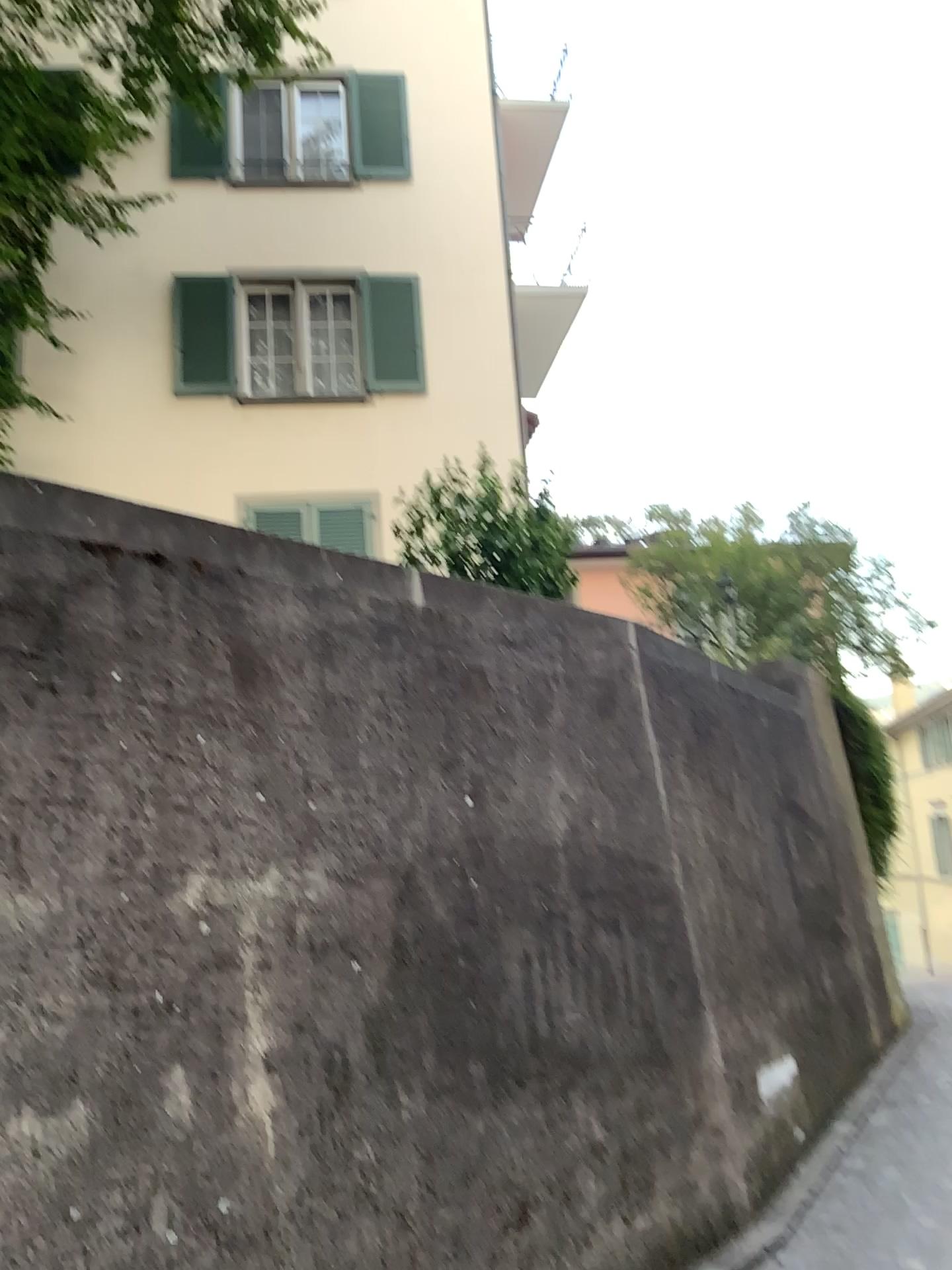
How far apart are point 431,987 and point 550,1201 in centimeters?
87cm
